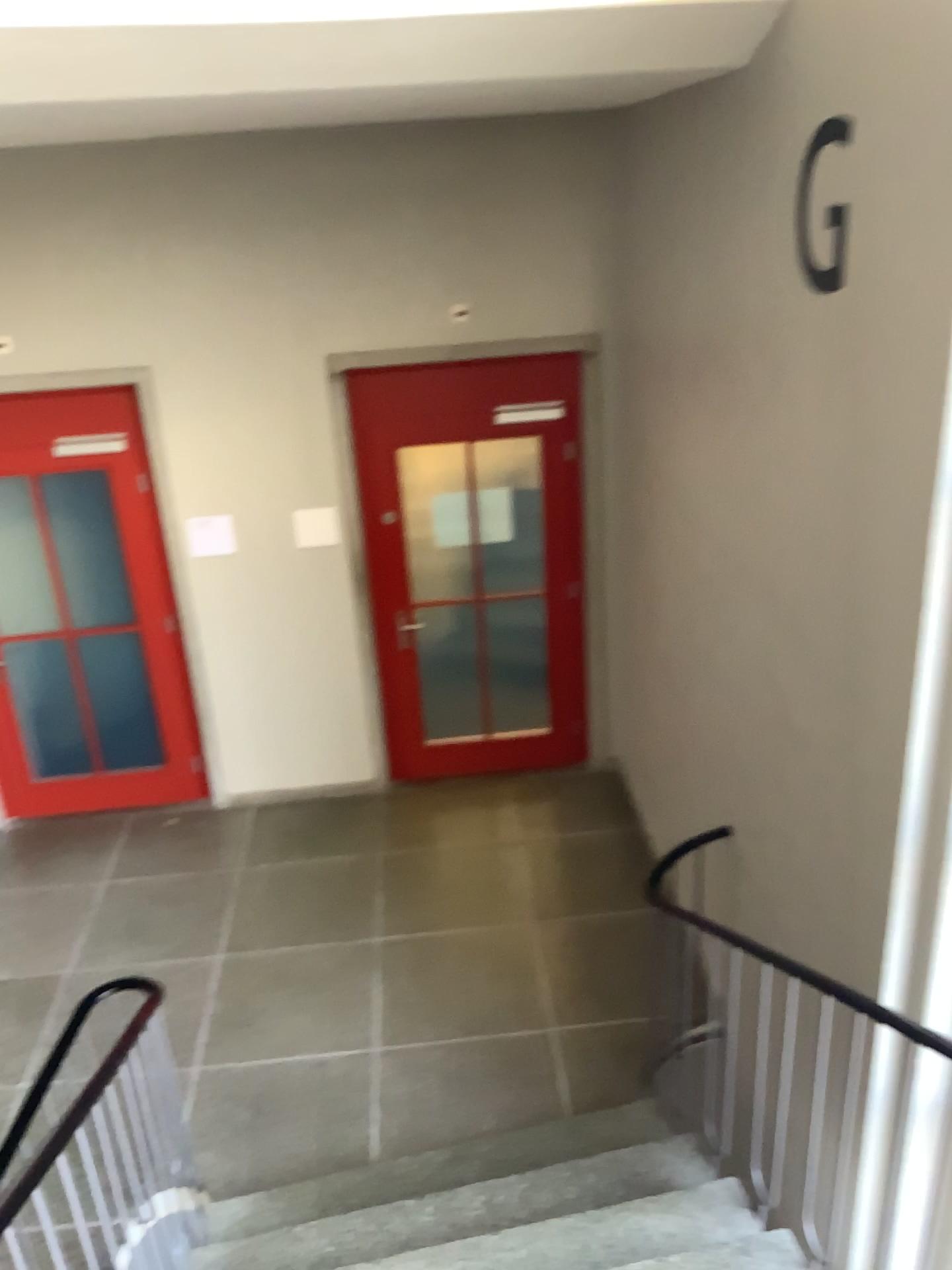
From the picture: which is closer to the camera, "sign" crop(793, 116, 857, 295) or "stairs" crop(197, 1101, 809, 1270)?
"sign" crop(793, 116, 857, 295)

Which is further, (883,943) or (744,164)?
(744,164)

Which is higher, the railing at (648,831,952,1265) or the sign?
the sign

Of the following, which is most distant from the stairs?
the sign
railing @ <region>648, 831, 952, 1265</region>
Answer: the sign

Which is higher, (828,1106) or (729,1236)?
(828,1106)

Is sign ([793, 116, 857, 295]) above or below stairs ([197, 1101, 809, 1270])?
above

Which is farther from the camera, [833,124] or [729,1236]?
[729,1236]

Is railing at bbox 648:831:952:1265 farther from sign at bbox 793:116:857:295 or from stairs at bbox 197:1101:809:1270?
sign at bbox 793:116:857:295

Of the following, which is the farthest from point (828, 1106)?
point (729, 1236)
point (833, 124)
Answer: point (833, 124)
